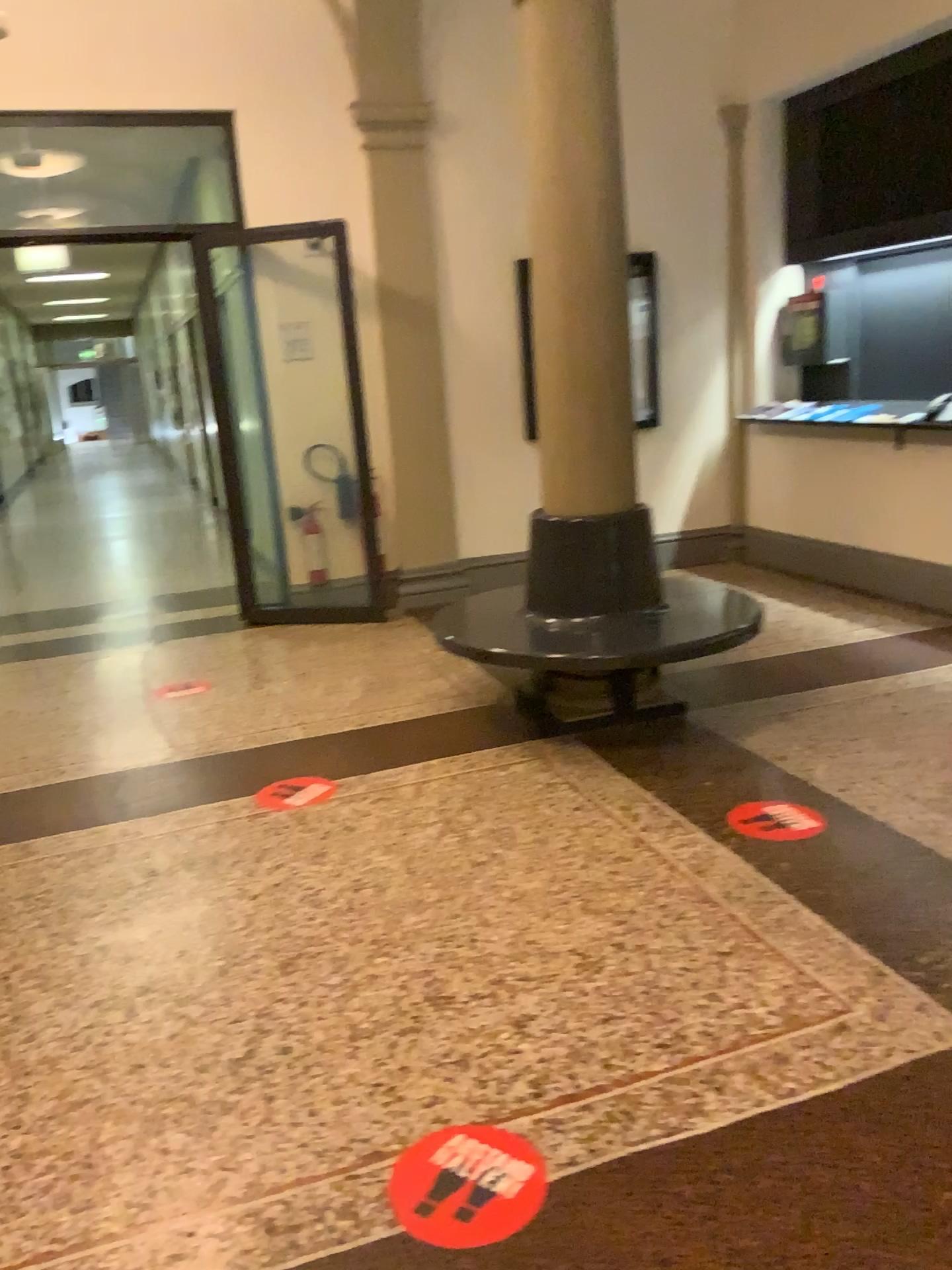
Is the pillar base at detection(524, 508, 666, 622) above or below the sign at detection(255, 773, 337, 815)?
above

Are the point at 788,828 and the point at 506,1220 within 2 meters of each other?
yes

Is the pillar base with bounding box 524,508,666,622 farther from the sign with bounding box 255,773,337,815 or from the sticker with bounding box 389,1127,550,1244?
the sticker with bounding box 389,1127,550,1244

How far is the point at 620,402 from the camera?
4.1m

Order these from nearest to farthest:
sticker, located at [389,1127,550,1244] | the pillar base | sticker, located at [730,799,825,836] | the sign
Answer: sticker, located at [389,1127,550,1244] < sticker, located at [730,799,825,836] < the sign < the pillar base

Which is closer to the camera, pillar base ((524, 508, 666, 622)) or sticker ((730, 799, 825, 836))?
sticker ((730, 799, 825, 836))

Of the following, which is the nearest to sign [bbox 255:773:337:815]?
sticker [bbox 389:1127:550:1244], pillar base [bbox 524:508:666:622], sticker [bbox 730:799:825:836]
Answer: pillar base [bbox 524:508:666:622]

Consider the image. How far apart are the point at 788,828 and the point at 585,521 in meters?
1.5

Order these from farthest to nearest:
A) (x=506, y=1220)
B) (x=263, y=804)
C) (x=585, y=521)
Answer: (x=585, y=521) → (x=263, y=804) → (x=506, y=1220)

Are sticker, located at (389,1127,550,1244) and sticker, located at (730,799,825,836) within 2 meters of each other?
yes
